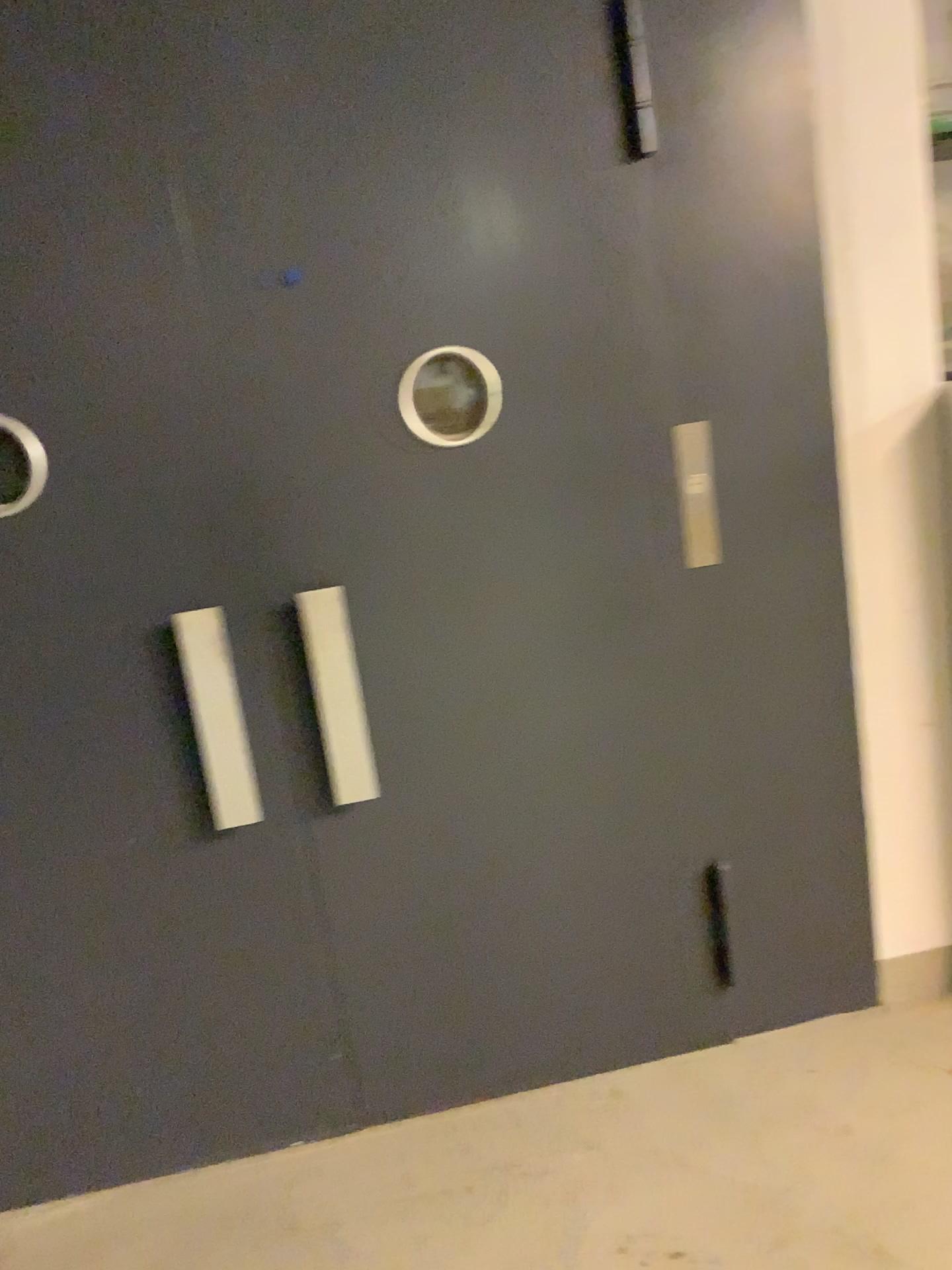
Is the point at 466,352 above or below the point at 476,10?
below

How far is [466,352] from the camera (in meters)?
2.08

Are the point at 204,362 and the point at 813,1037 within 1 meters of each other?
no

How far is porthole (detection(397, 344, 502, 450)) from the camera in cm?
208
